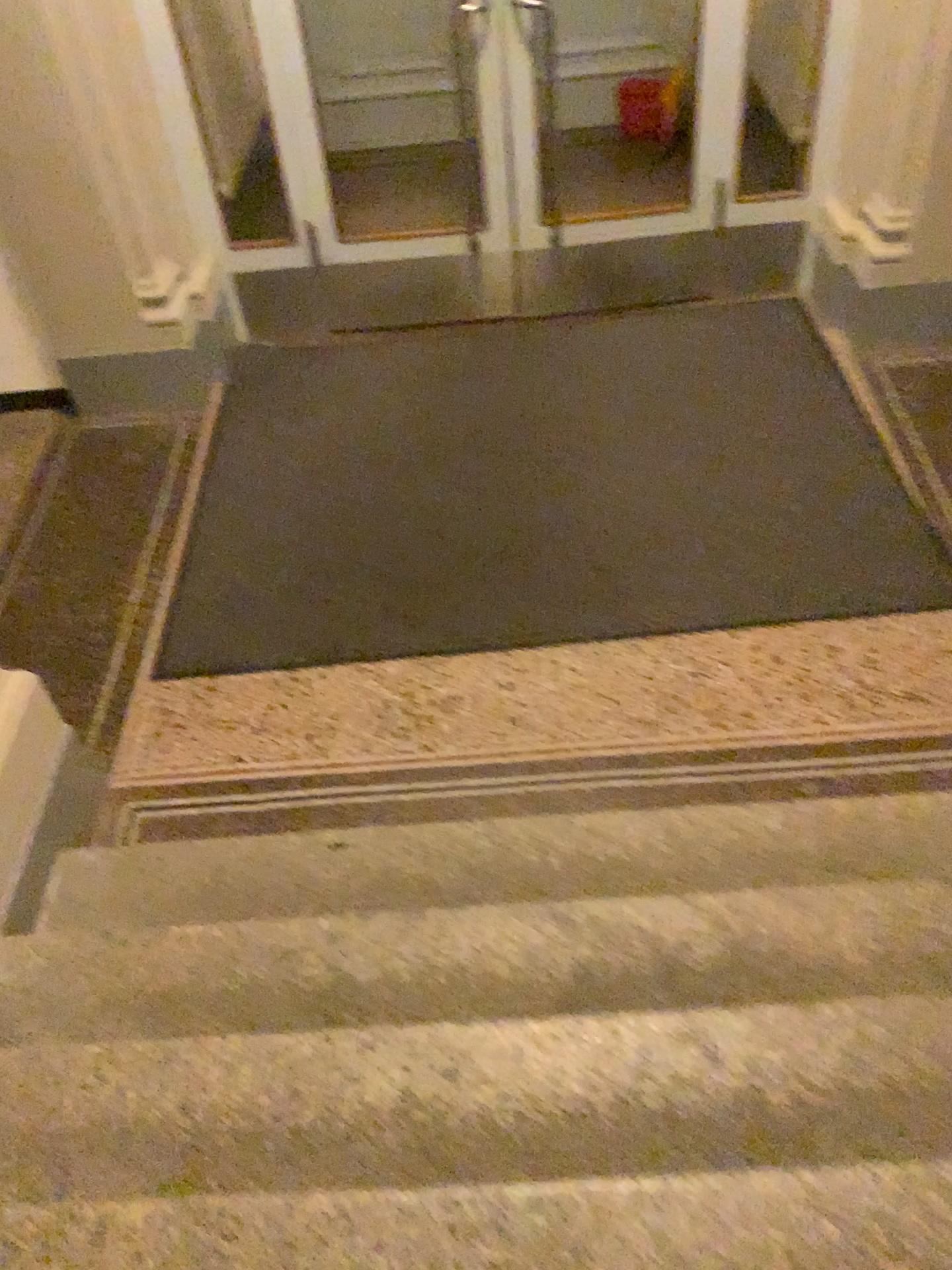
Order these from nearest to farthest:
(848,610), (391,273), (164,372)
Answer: (848,610) < (164,372) < (391,273)
